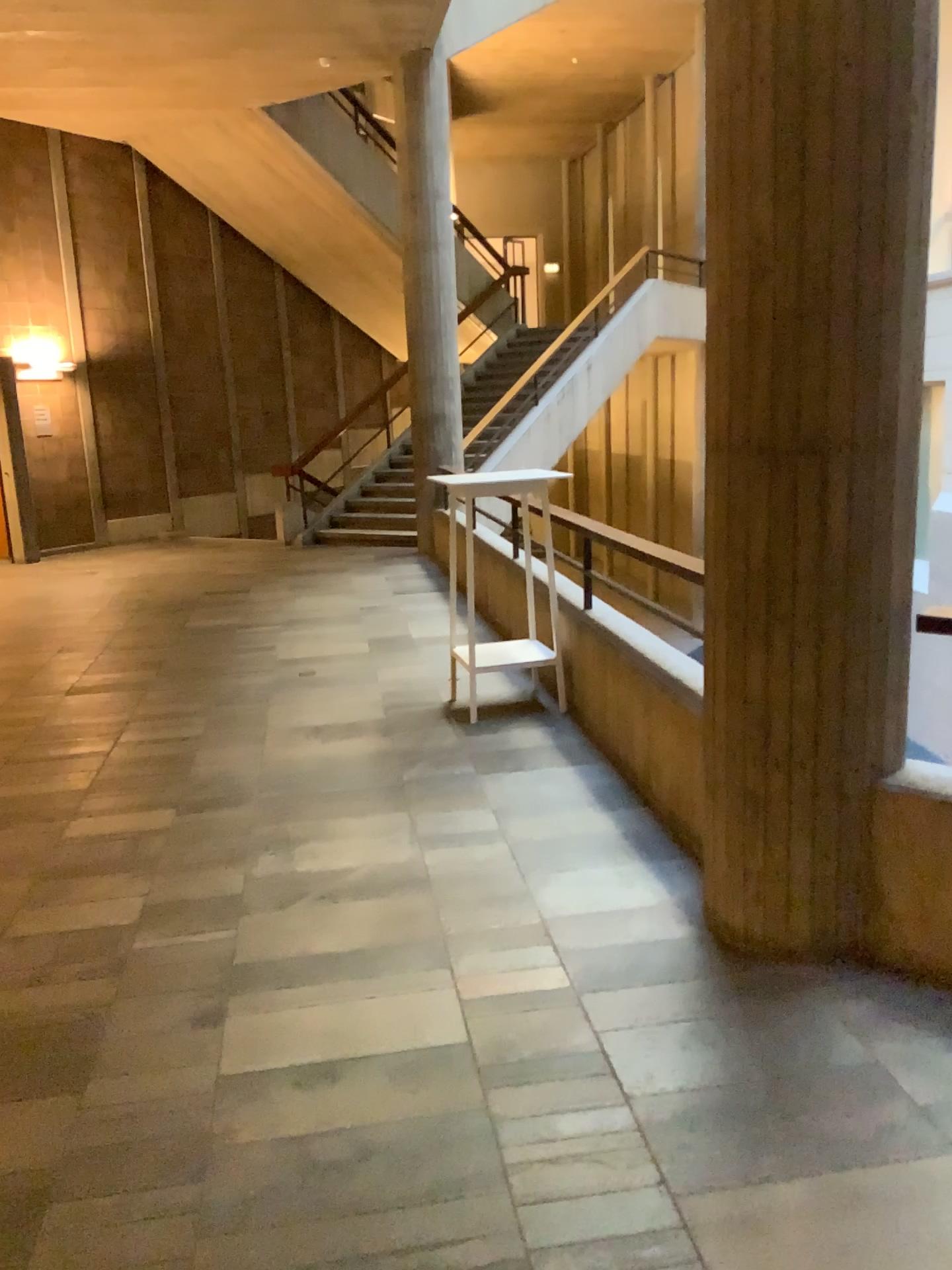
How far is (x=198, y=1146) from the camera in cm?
221
